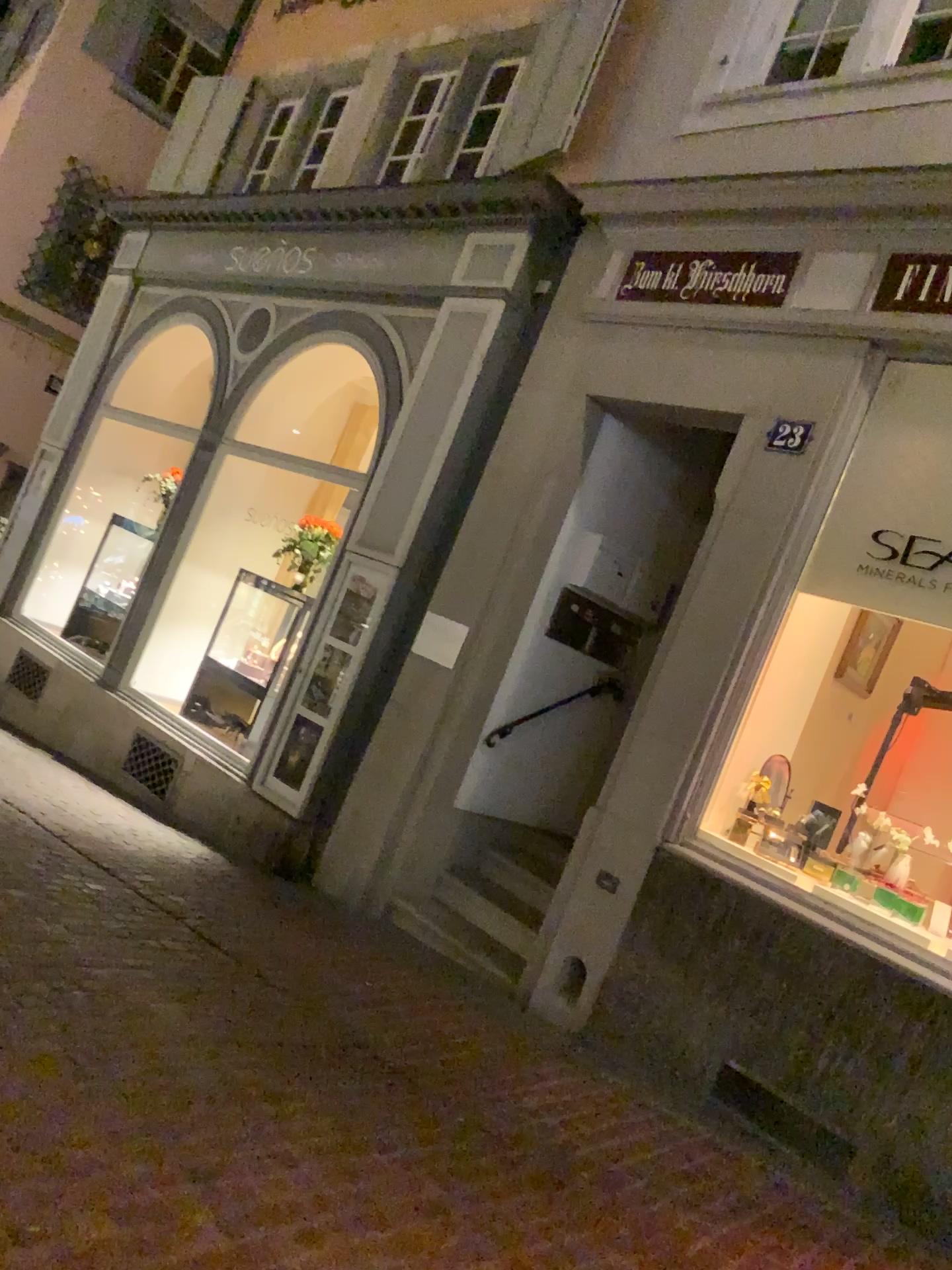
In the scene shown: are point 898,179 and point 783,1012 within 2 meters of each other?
no
